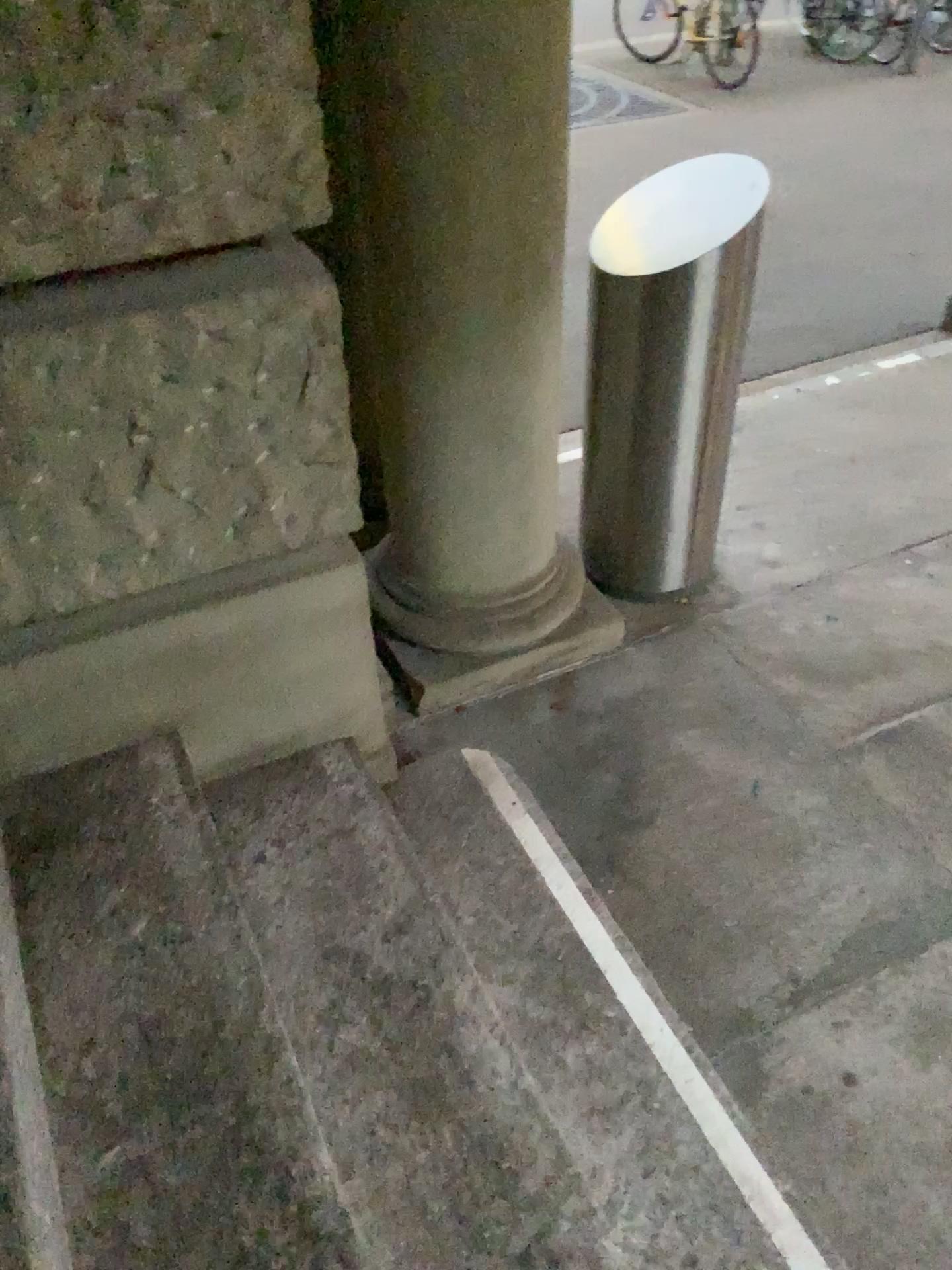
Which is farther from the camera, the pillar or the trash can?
the trash can

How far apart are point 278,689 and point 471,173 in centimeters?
99cm

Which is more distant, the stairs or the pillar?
the pillar

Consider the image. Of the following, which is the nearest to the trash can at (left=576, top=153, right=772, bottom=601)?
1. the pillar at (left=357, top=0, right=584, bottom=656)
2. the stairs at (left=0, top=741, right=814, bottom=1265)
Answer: the pillar at (left=357, top=0, right=584, bottom=656)

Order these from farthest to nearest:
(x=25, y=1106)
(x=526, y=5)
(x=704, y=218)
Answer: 1. (x=704, y=218)
2. (x=526, y=5)
3. (x=25, y=1106)

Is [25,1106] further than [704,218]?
No

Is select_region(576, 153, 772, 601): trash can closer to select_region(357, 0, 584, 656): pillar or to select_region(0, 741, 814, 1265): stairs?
select_region(357, 0, 584, 656): pillar

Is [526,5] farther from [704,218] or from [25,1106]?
[25,1106]

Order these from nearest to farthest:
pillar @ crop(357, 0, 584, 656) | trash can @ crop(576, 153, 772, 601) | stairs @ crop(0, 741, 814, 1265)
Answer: stairs @ crop(0, 741, 814, 1265), pillar @ crop(357, 0, 584, 656), trash can @ crop(576, 153, 772, 601)

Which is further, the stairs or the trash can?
the trash can
